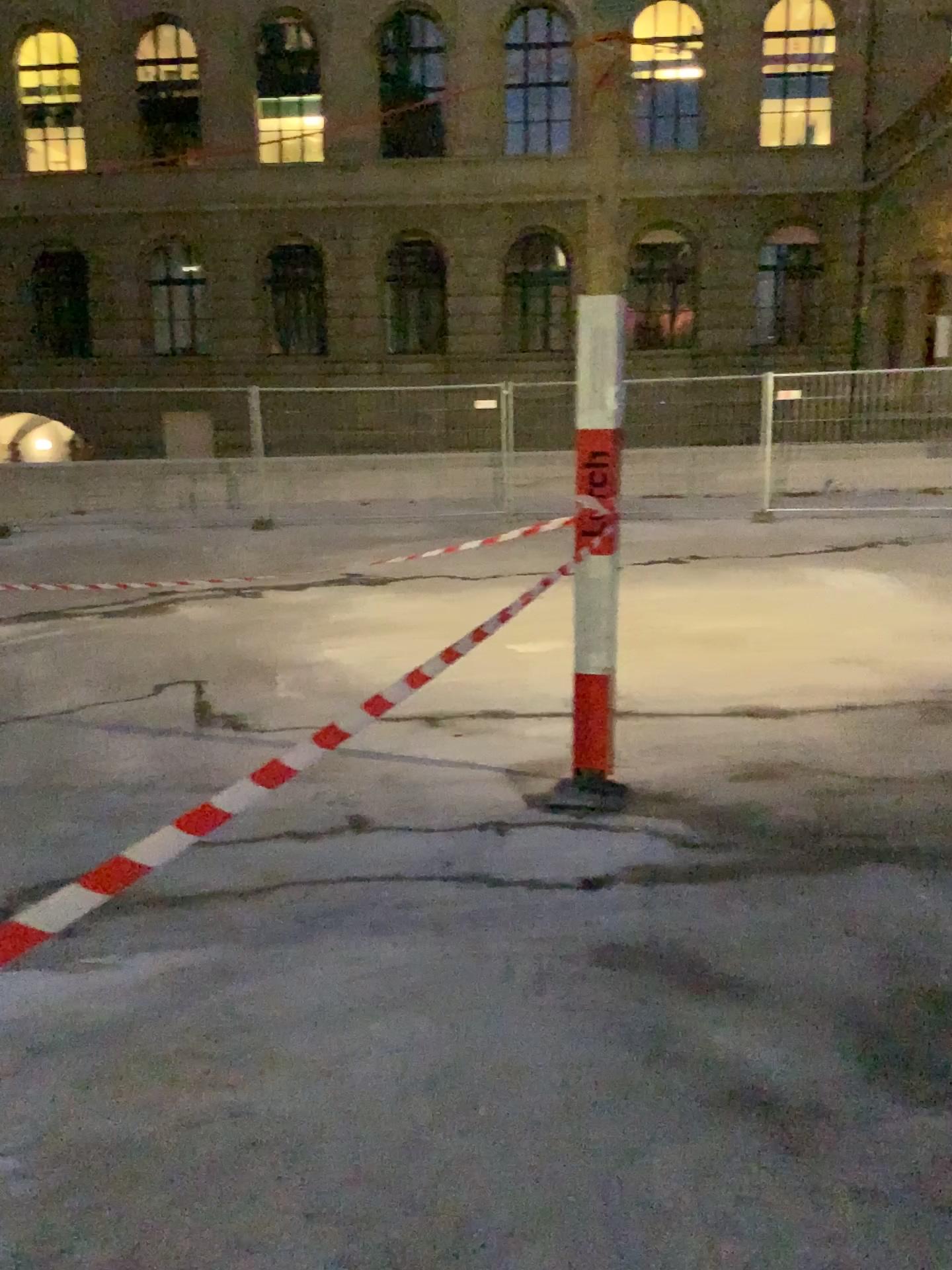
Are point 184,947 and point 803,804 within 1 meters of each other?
no
